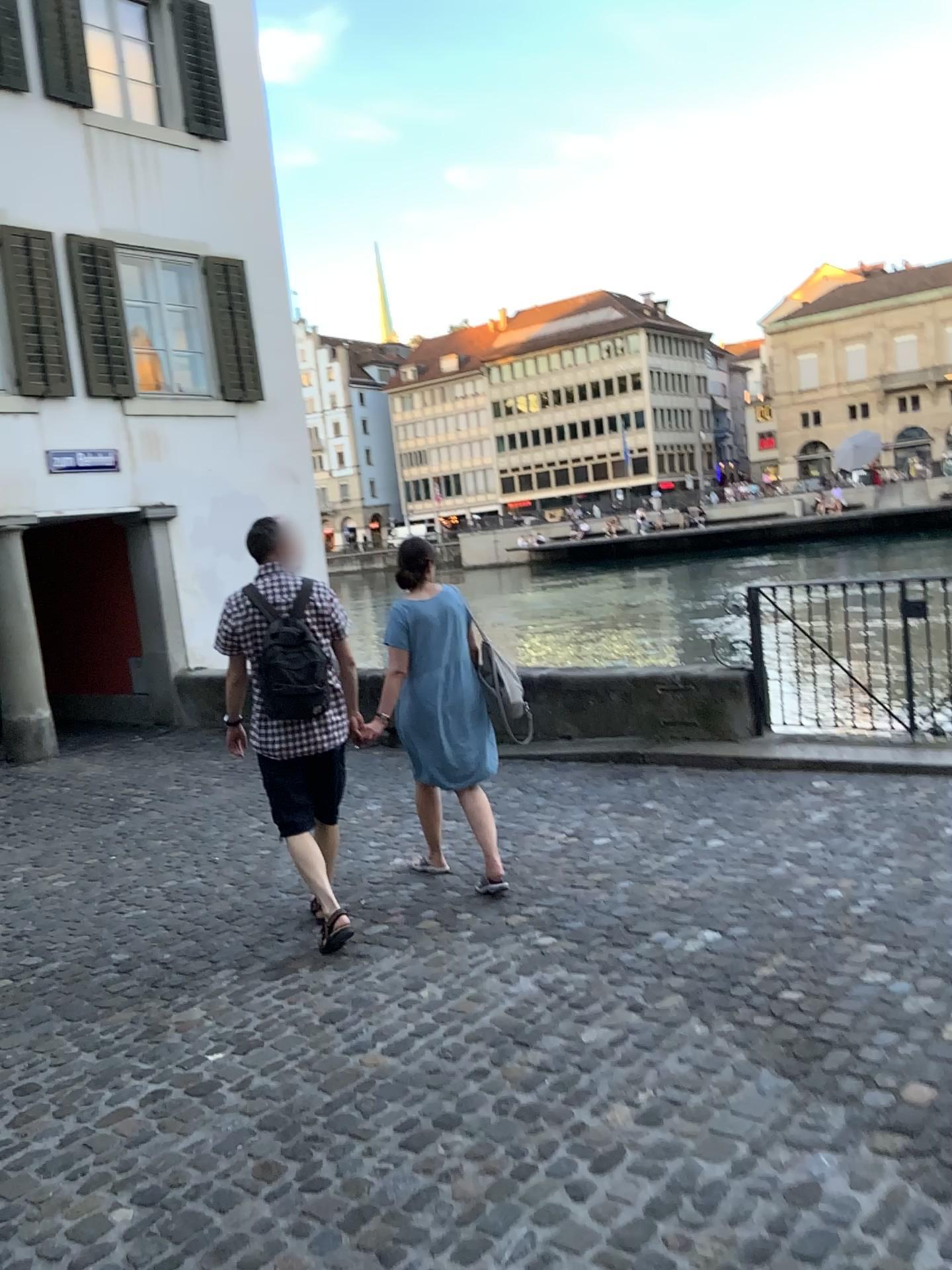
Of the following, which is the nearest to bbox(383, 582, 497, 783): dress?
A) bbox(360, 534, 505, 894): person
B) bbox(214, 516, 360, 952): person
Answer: bbox(360, 534, 505, 894): person

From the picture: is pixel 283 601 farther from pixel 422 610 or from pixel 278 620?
pixel 422 610

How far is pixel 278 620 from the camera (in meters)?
4.06

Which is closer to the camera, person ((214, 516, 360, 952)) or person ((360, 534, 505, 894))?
person ((214, 516, 360, 952))

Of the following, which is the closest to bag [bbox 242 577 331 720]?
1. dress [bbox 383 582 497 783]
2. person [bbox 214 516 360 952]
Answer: person [bbox 214 516 360 952]

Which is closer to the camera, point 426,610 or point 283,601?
point 283,601

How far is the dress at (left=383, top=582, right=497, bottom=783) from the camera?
4.67m

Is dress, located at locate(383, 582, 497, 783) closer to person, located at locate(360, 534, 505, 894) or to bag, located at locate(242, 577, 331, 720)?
person, located at locate(360, 534, 505, 894)

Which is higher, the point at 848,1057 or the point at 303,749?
the point at 303,749

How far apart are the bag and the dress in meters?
0.6 m
